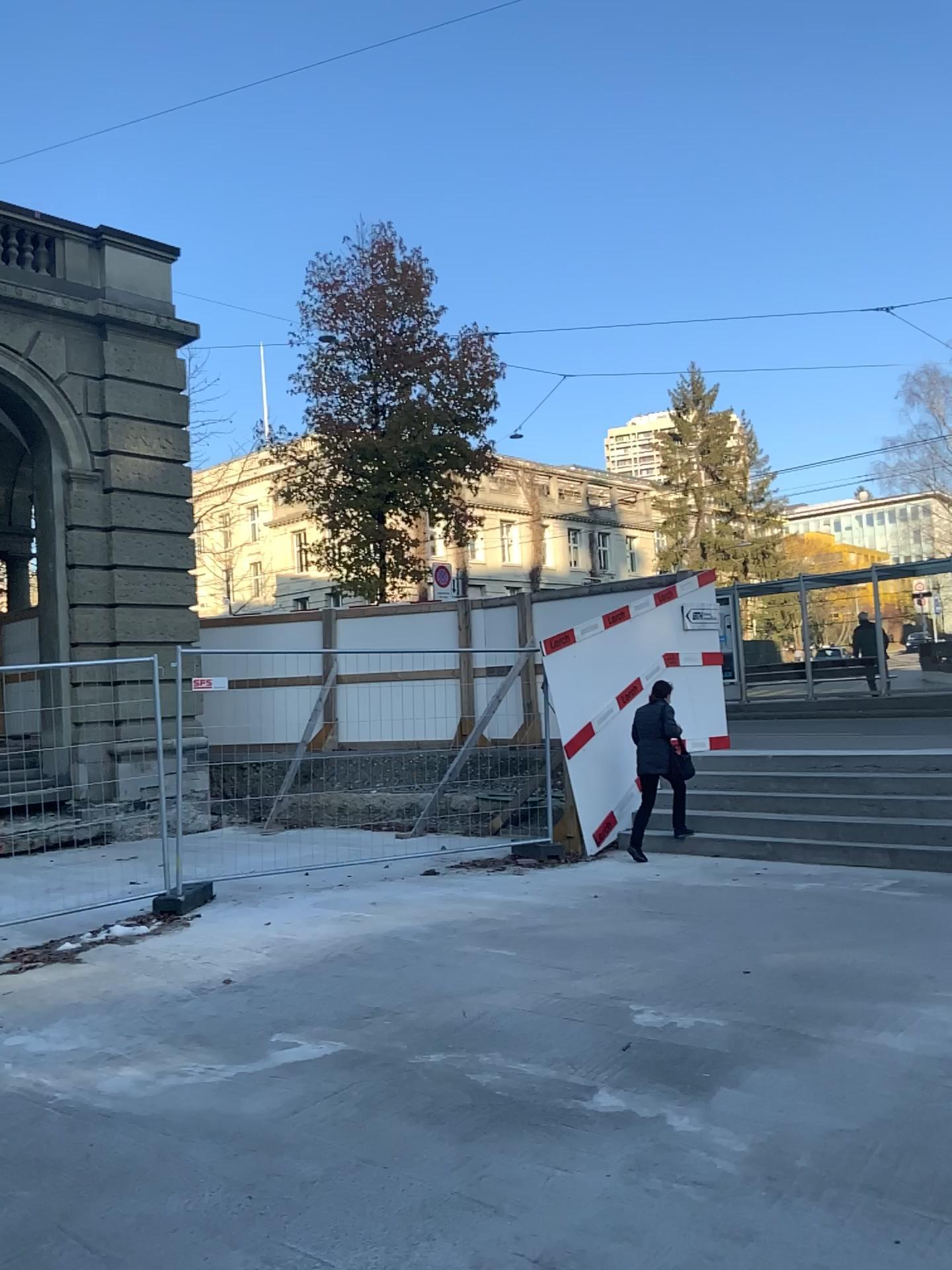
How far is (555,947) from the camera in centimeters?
588cm
